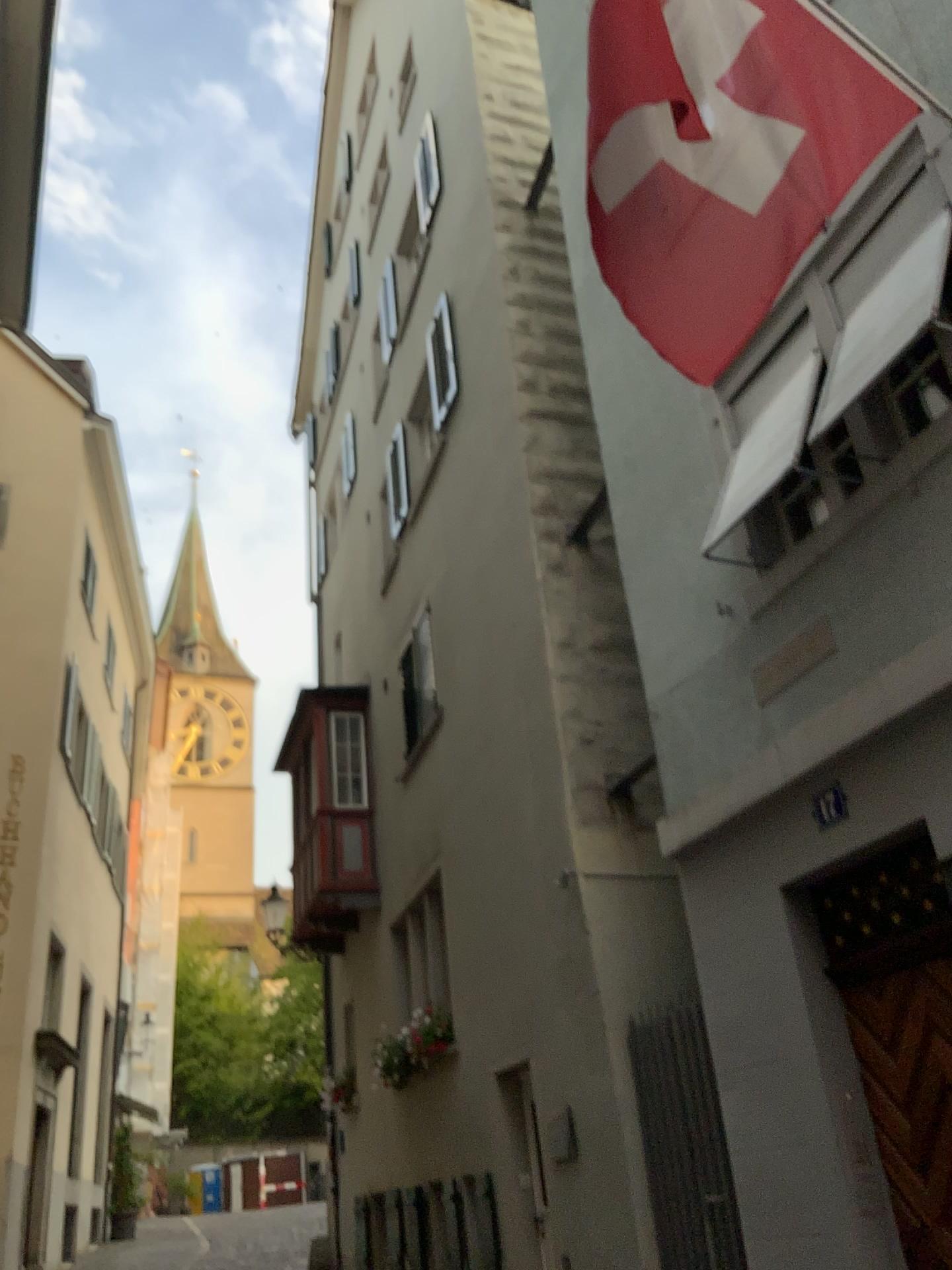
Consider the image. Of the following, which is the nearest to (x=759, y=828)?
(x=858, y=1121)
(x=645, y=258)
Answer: (x=858, y=1121)

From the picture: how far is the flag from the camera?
3.2m

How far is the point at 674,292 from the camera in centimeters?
319cm
